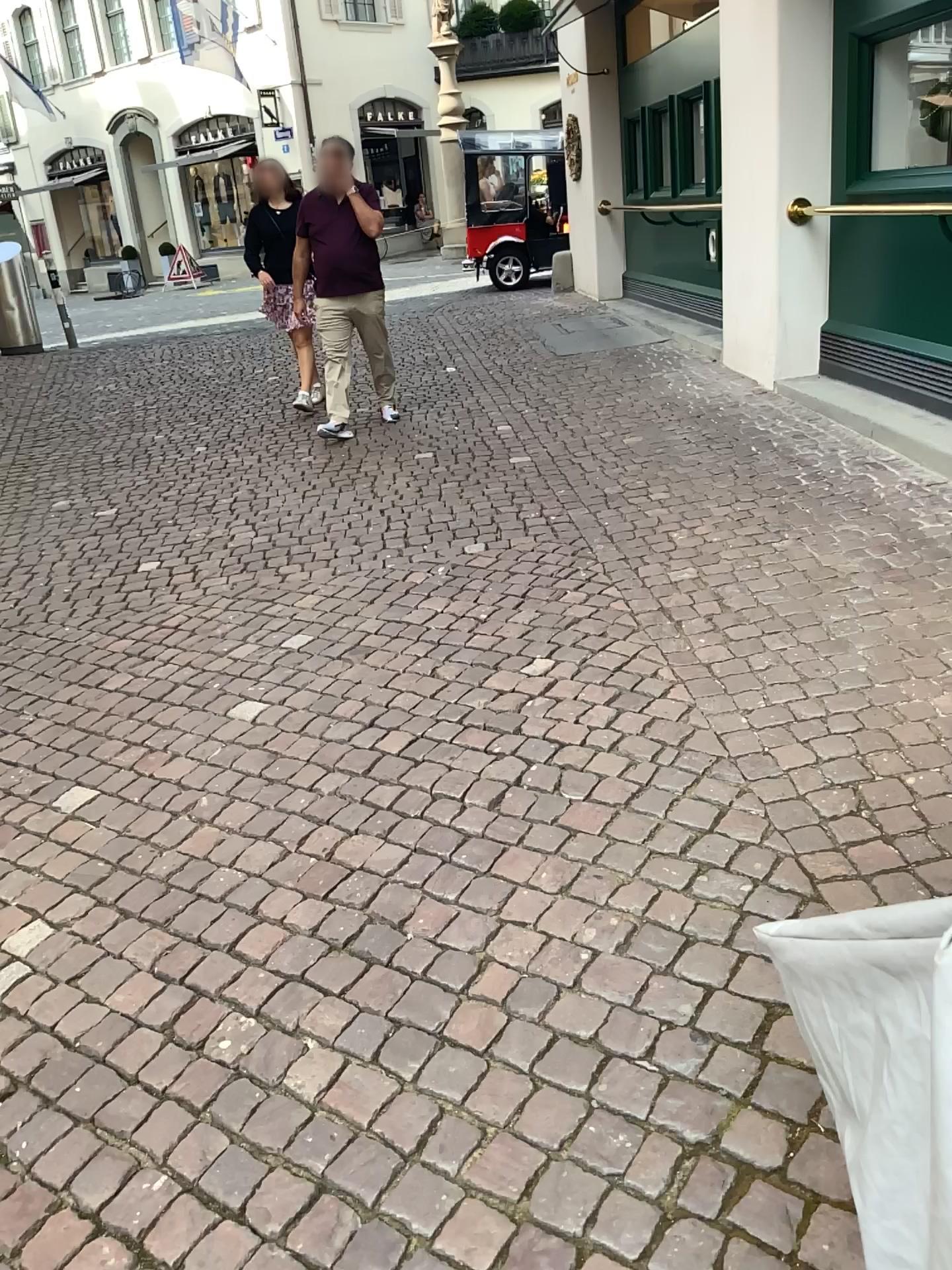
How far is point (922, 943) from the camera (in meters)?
0.79

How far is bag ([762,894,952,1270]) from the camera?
0.79m

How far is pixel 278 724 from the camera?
3.21m
